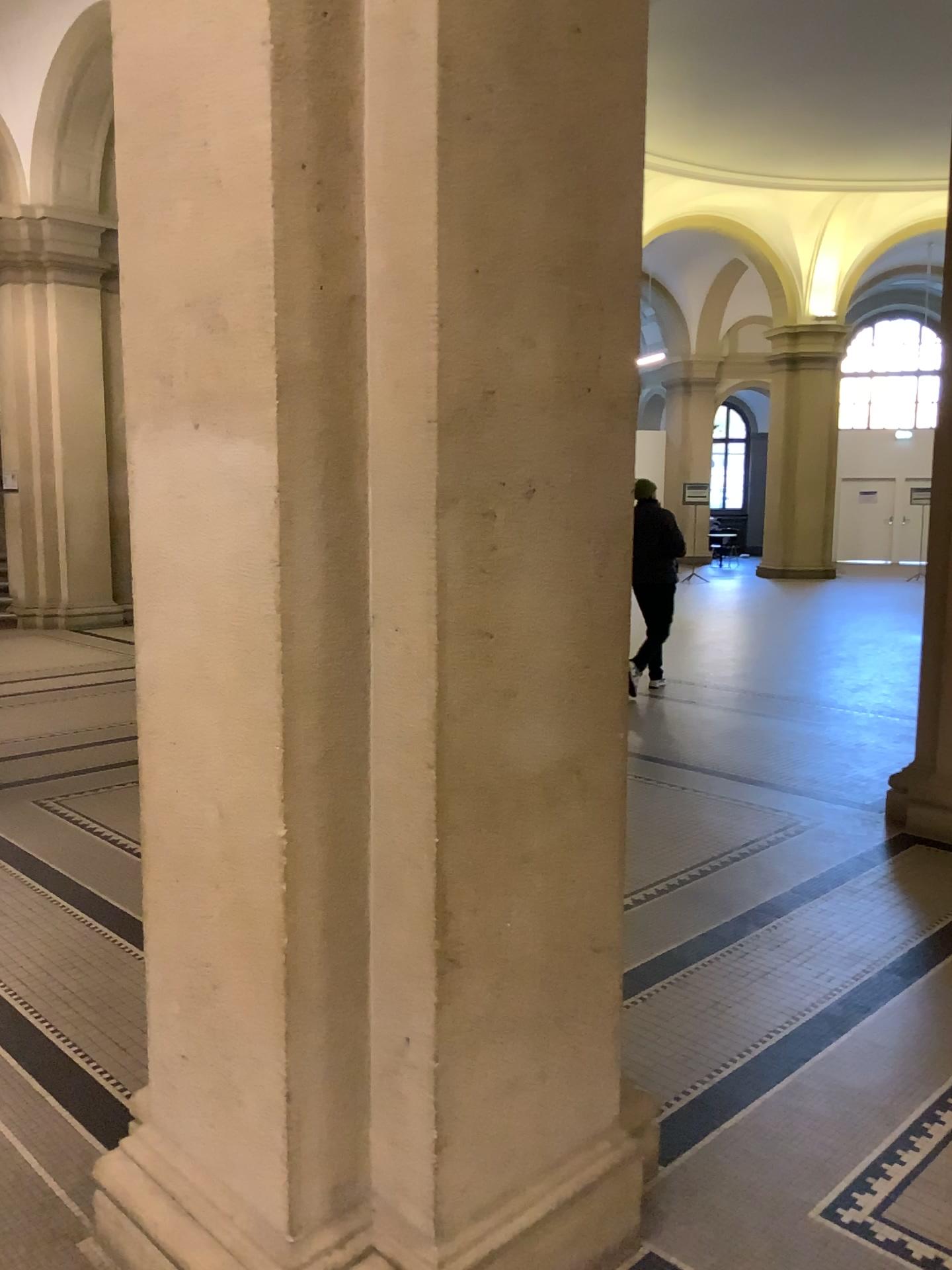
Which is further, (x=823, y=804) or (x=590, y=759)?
(x=823, y=804)

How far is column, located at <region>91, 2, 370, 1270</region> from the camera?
1.7 meters

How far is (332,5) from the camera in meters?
1.7
